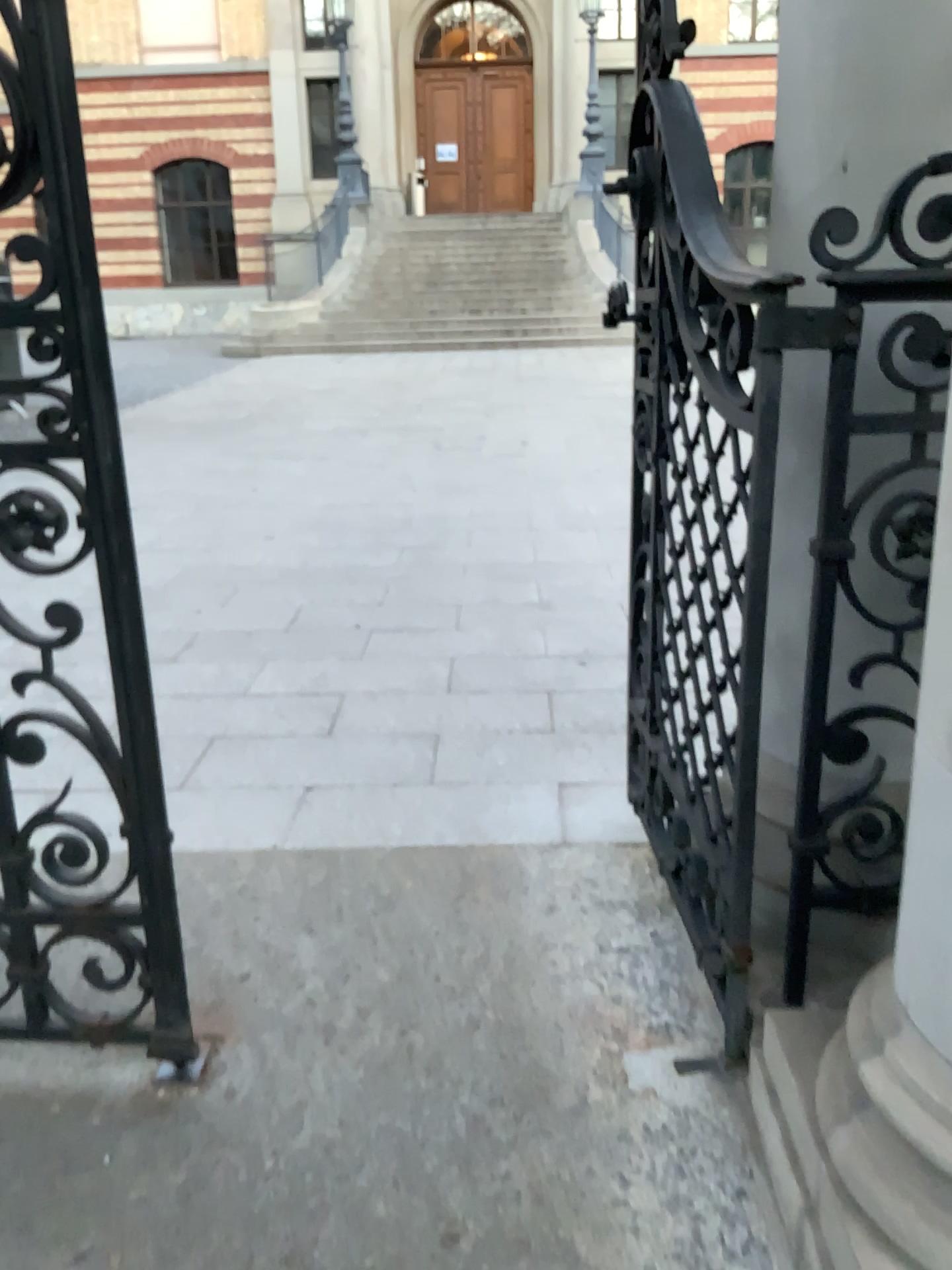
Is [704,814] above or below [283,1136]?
above
